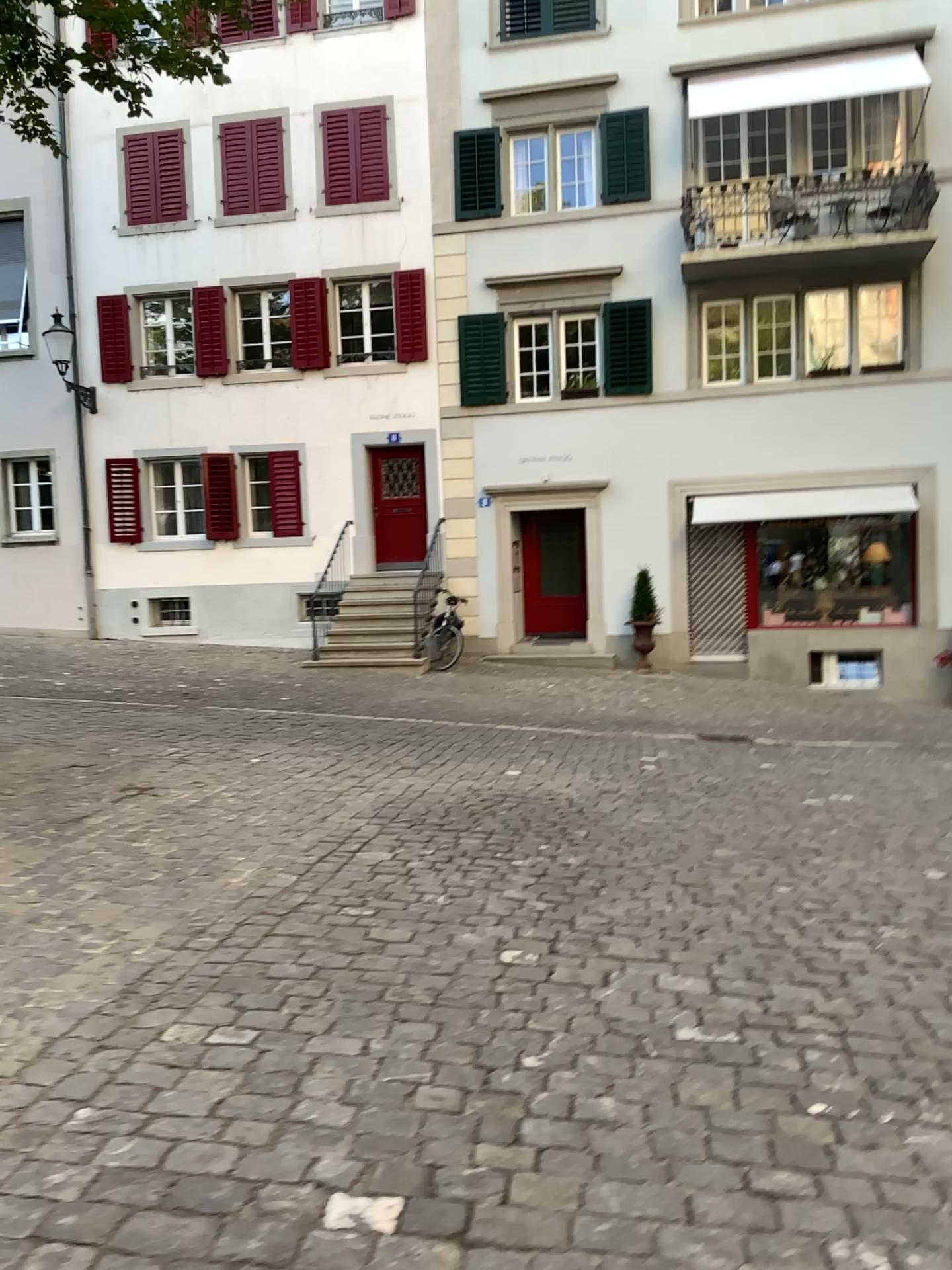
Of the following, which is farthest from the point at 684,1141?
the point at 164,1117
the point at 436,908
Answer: the point at 436,908
